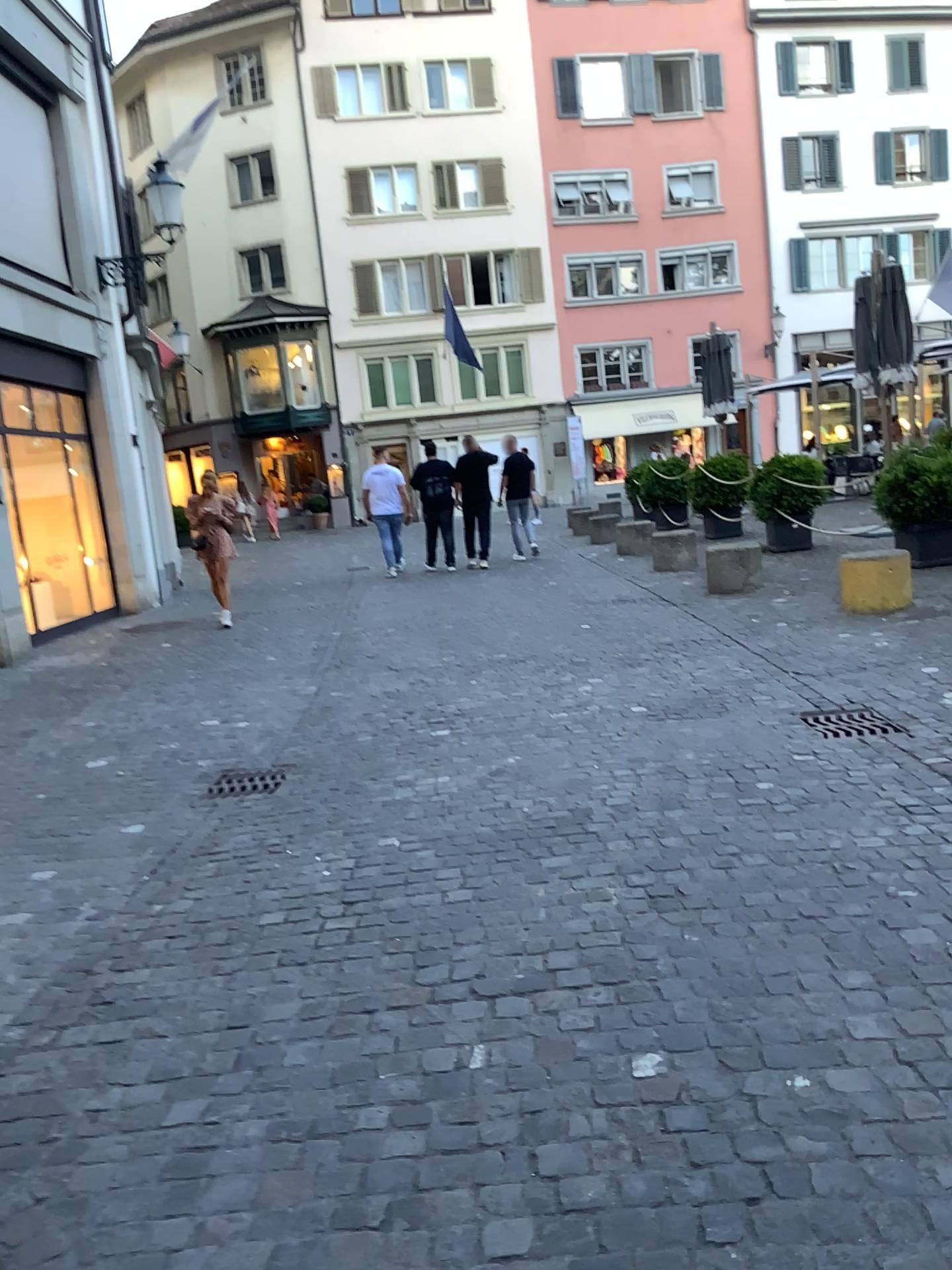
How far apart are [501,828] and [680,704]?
1.9 meters
